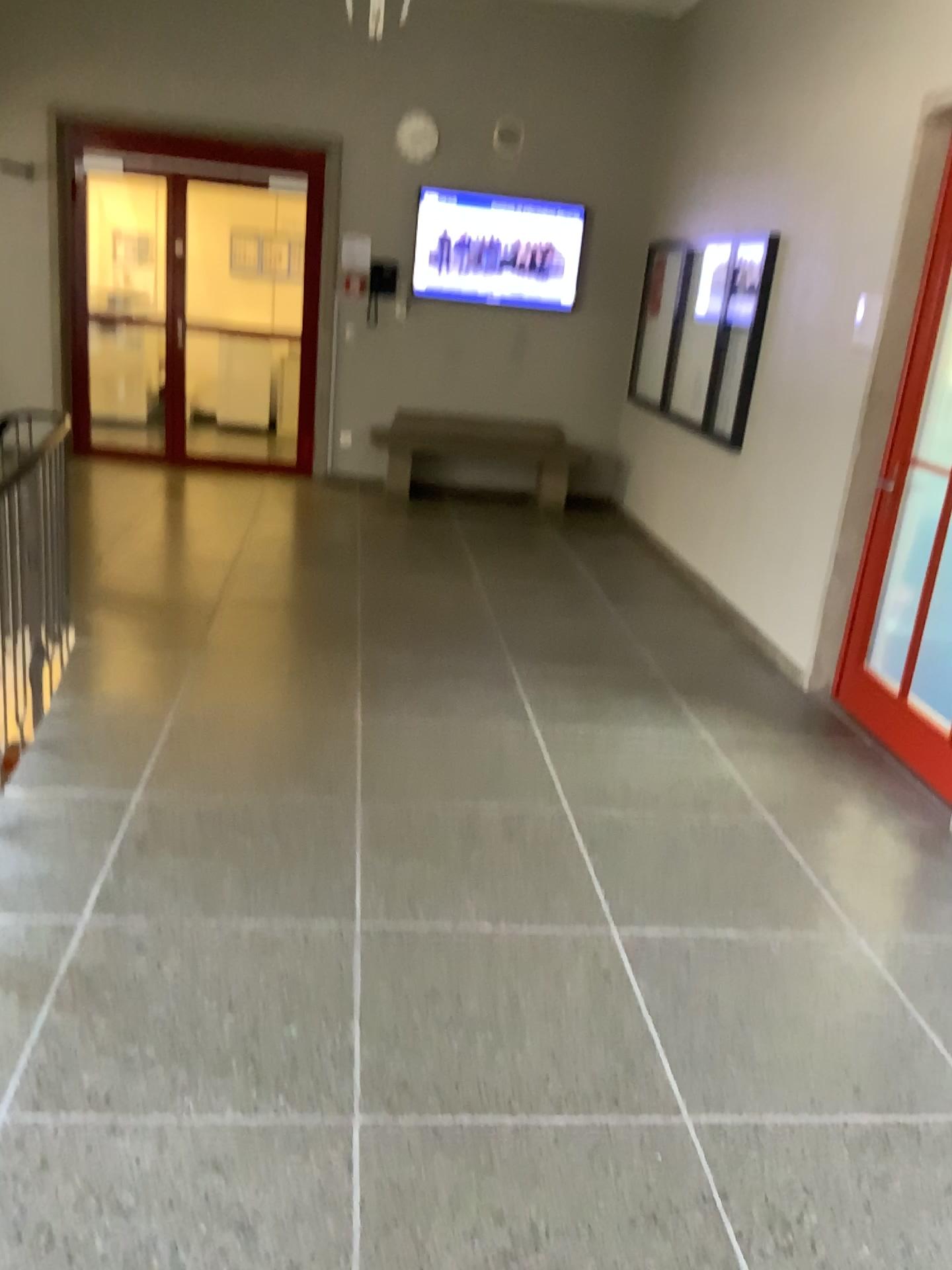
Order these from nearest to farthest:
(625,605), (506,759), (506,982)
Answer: (506,982)
(506,759)
(625,605)

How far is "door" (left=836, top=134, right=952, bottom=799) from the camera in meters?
4.2

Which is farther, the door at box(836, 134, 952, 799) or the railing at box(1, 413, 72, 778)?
the door at box(836, 134, 952, 799)

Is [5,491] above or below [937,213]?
below

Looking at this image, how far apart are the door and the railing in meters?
3.1

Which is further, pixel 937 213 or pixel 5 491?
pixel 937 213

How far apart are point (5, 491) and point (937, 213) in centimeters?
364cm

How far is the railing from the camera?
3.5 meters
